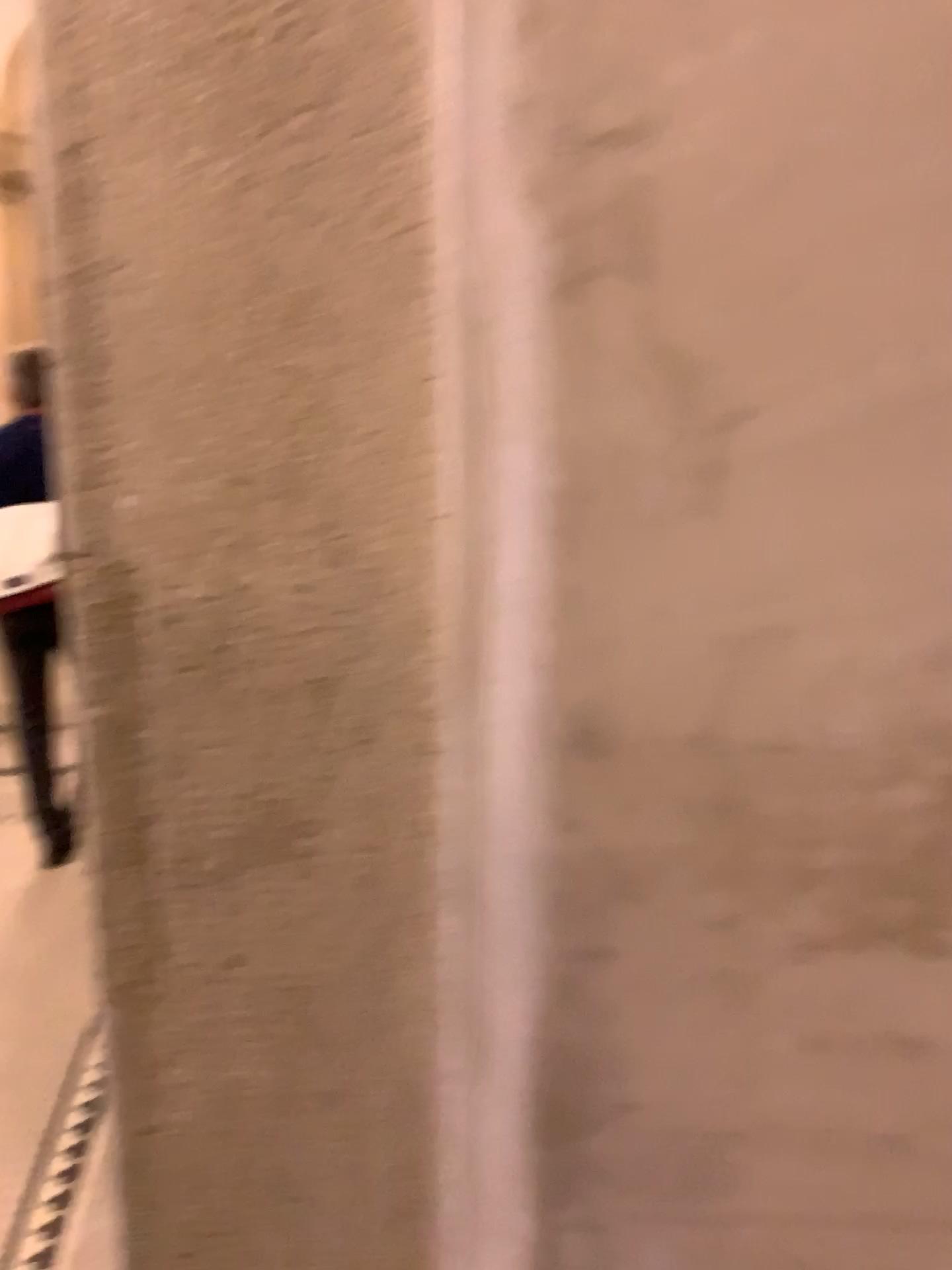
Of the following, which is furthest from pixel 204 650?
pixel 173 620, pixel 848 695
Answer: pixel 848 695

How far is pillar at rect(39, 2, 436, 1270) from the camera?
0.43m

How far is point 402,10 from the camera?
0.4 meters
